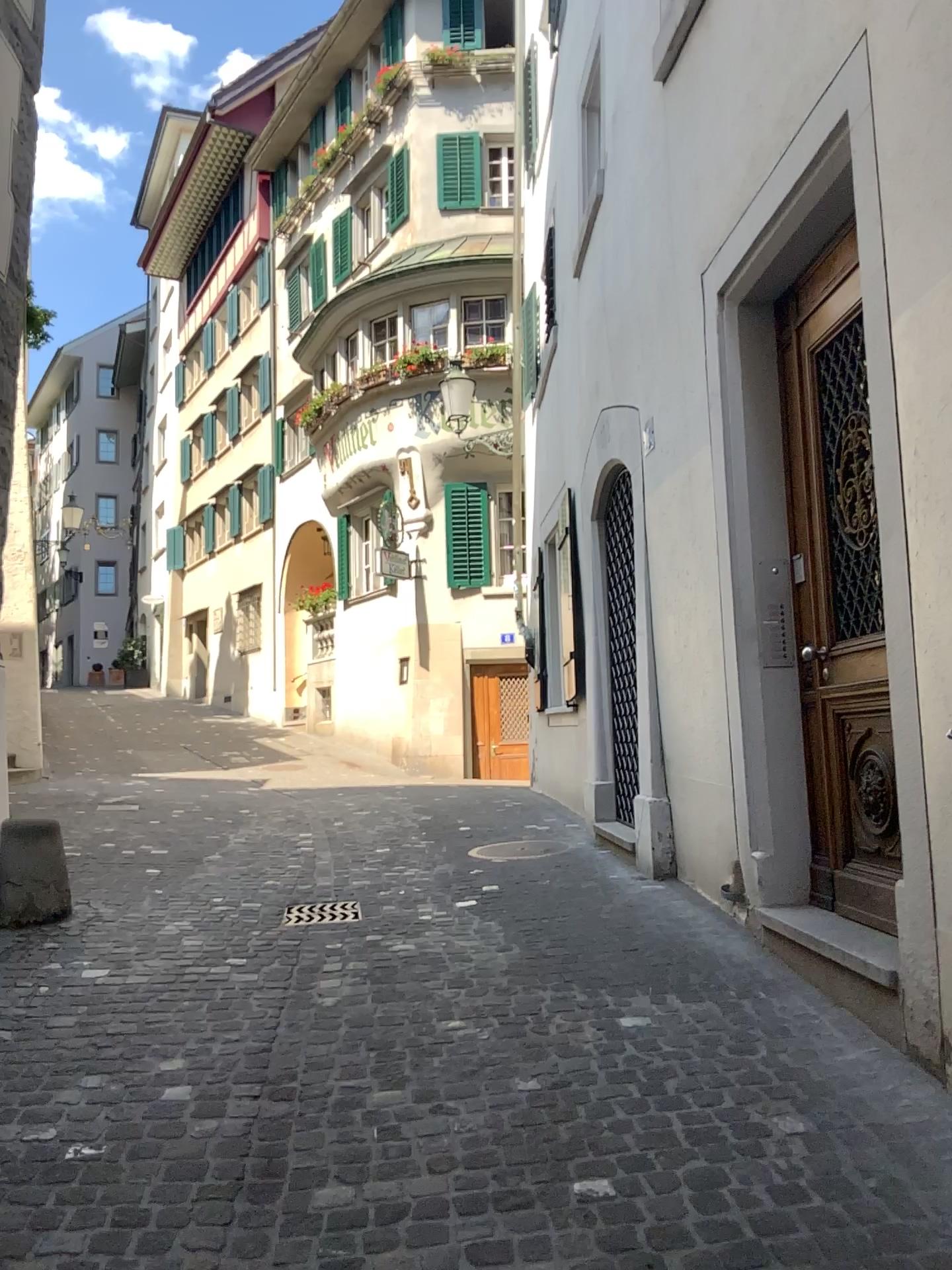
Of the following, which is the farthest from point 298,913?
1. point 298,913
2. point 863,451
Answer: point 863,451

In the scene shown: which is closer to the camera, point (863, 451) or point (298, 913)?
point (863, 451)

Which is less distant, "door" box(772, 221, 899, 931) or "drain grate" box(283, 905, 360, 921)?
"door" box(772, 221, 899, 931)

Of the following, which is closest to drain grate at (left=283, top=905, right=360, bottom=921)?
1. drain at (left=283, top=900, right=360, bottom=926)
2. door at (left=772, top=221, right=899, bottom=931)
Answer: drain at (left=283, top=900, right=360, bottom=926)

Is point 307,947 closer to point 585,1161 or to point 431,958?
point 431,958

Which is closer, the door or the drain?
the door

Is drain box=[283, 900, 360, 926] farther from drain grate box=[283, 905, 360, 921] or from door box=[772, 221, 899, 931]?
door box=[772, 221, 899, 931]

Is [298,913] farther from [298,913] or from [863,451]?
[863,451]
